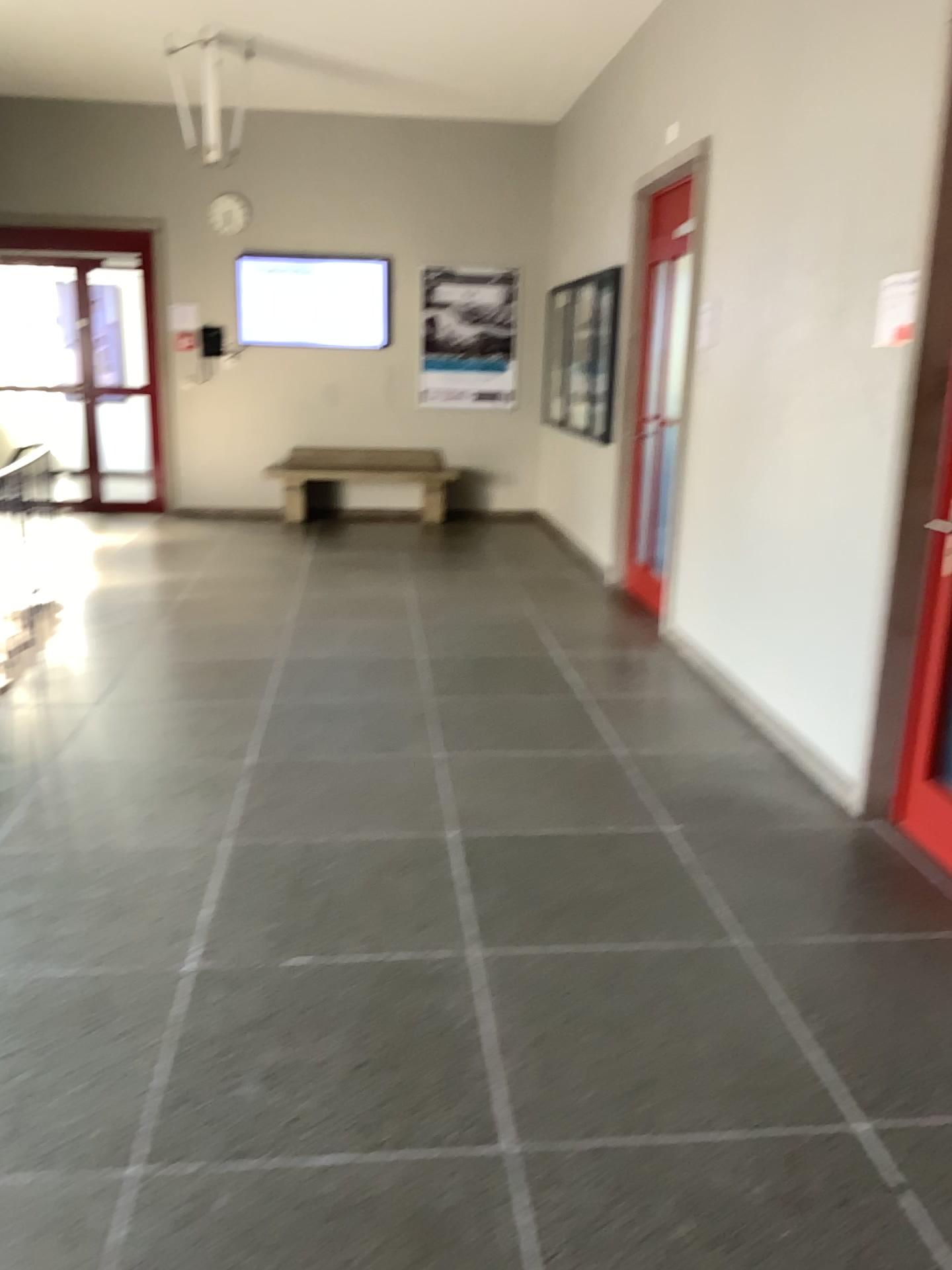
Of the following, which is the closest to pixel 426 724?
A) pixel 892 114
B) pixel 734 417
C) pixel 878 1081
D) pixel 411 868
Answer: pixel 411 868
